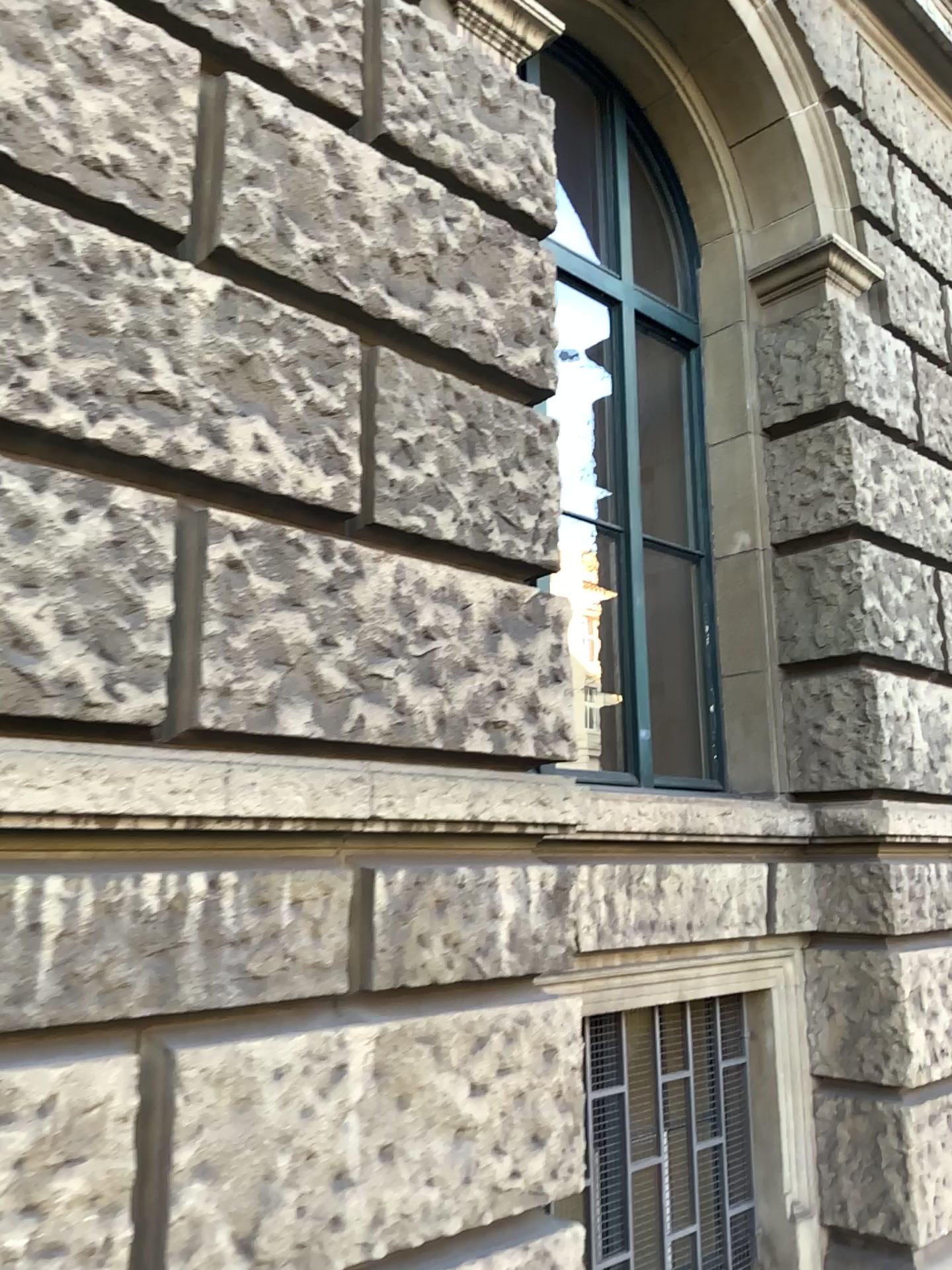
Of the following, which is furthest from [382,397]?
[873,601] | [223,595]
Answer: [873,601]

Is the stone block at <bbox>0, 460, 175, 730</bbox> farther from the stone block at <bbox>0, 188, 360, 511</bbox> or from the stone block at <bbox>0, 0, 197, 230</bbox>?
the stone block at <bbox>0, 0, 197, 230</bbox>

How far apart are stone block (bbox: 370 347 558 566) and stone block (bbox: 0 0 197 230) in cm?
56

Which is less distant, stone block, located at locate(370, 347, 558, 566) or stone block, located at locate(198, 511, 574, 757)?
stone block, located at locate(198, 511, 574, 757)

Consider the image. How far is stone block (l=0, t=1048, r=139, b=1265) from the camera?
1.7m

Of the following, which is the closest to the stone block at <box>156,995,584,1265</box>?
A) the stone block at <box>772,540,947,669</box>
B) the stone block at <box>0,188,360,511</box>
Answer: the stone block at <box>0,188,360,511</box>

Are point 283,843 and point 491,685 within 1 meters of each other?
yes

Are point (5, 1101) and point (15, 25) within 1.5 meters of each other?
no

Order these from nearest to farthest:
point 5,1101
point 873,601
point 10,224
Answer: point 5,1101 → point 10,224 → point 873,601

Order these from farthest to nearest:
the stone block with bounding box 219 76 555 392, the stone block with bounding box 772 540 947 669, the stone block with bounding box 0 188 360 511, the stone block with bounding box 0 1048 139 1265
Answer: the stone block with bounding box 772 540 947 669 < the stone block with bounding box 219 76 555 392 < the stone block with bounding box 0 188 360 511 < the stone block with bounding box 0 1048 139 1265
